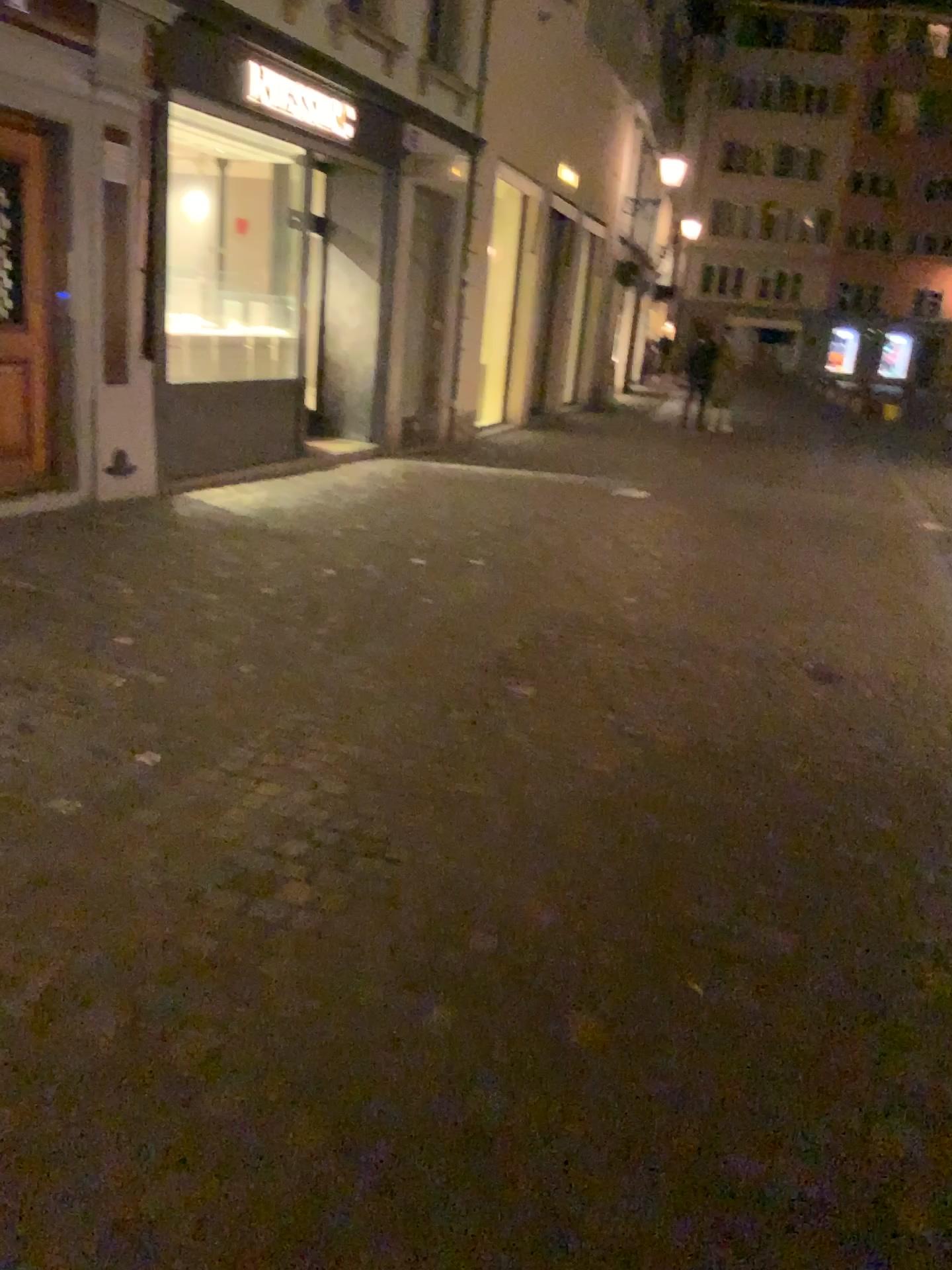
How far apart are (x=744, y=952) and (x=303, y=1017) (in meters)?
1.09
